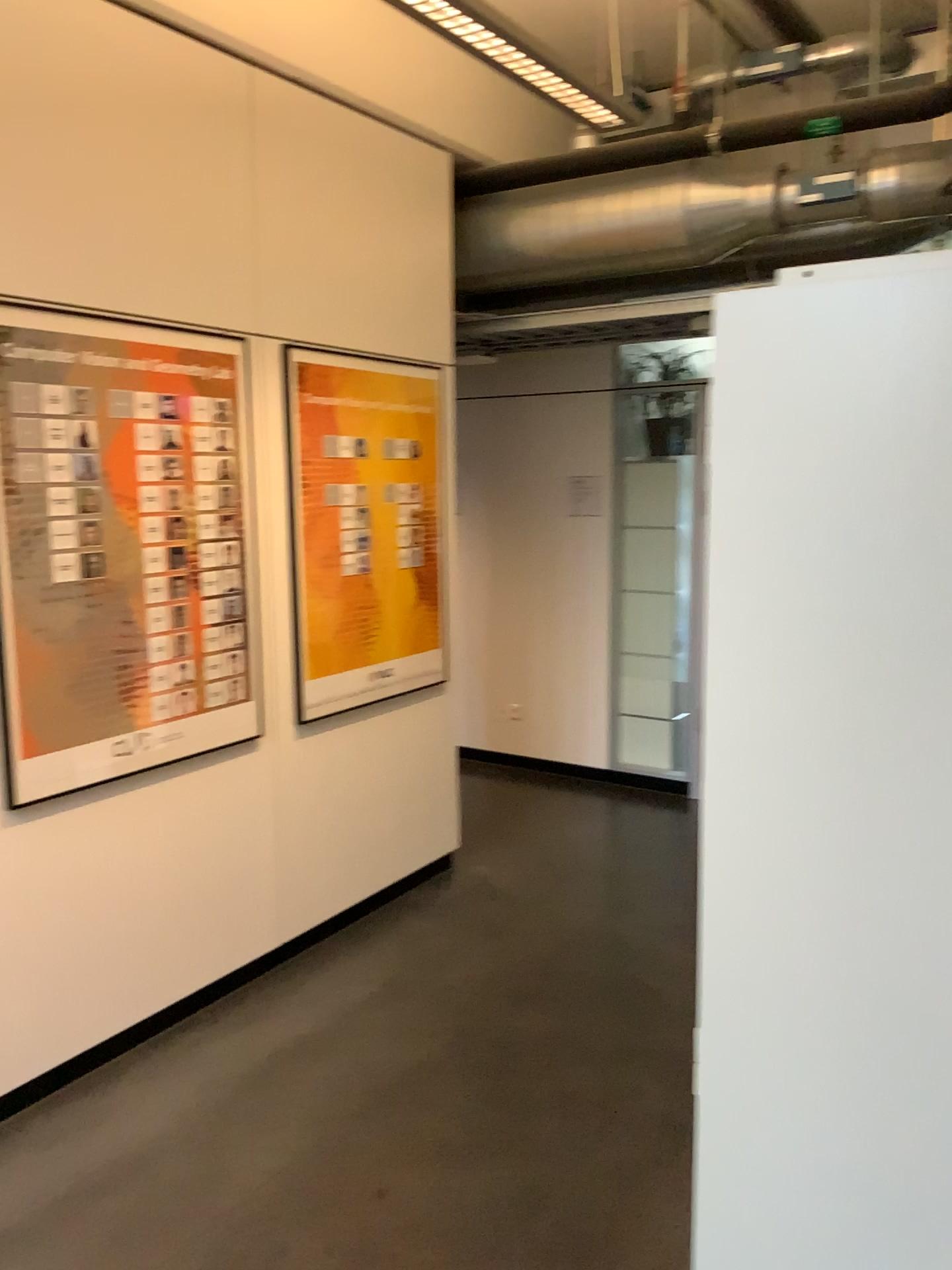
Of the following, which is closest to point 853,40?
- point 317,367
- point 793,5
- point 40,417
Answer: point 793,5

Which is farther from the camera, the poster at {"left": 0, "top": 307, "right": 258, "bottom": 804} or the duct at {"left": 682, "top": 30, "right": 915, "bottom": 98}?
the duct at {"left": 682, "top": 30, "right": 915, "bottom": 98}

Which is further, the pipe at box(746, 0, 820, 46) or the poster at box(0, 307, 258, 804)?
the pipe at box(746, 0, 820, 46)

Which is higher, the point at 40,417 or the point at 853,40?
the point at 853,40

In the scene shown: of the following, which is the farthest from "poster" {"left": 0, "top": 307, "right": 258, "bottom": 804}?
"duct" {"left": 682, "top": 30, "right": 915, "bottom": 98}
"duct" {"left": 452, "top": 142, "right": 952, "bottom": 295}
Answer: "duct" {"left": 682, "top": 30, "right": 915, "bottom": 98}

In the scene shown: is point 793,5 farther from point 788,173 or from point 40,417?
point 40,417

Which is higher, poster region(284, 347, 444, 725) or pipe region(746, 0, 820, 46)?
pipe region(746, 0, 820, 46)

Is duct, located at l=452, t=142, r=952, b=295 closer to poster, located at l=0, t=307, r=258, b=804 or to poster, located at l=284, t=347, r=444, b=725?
poster, located at l=284, t=347, r=444, b=725

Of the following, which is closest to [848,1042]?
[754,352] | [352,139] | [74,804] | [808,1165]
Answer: [808,1165]

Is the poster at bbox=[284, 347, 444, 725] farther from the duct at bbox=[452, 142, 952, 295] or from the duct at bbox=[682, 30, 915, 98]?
the duct at bbox=[682, 30, 915, 98]
